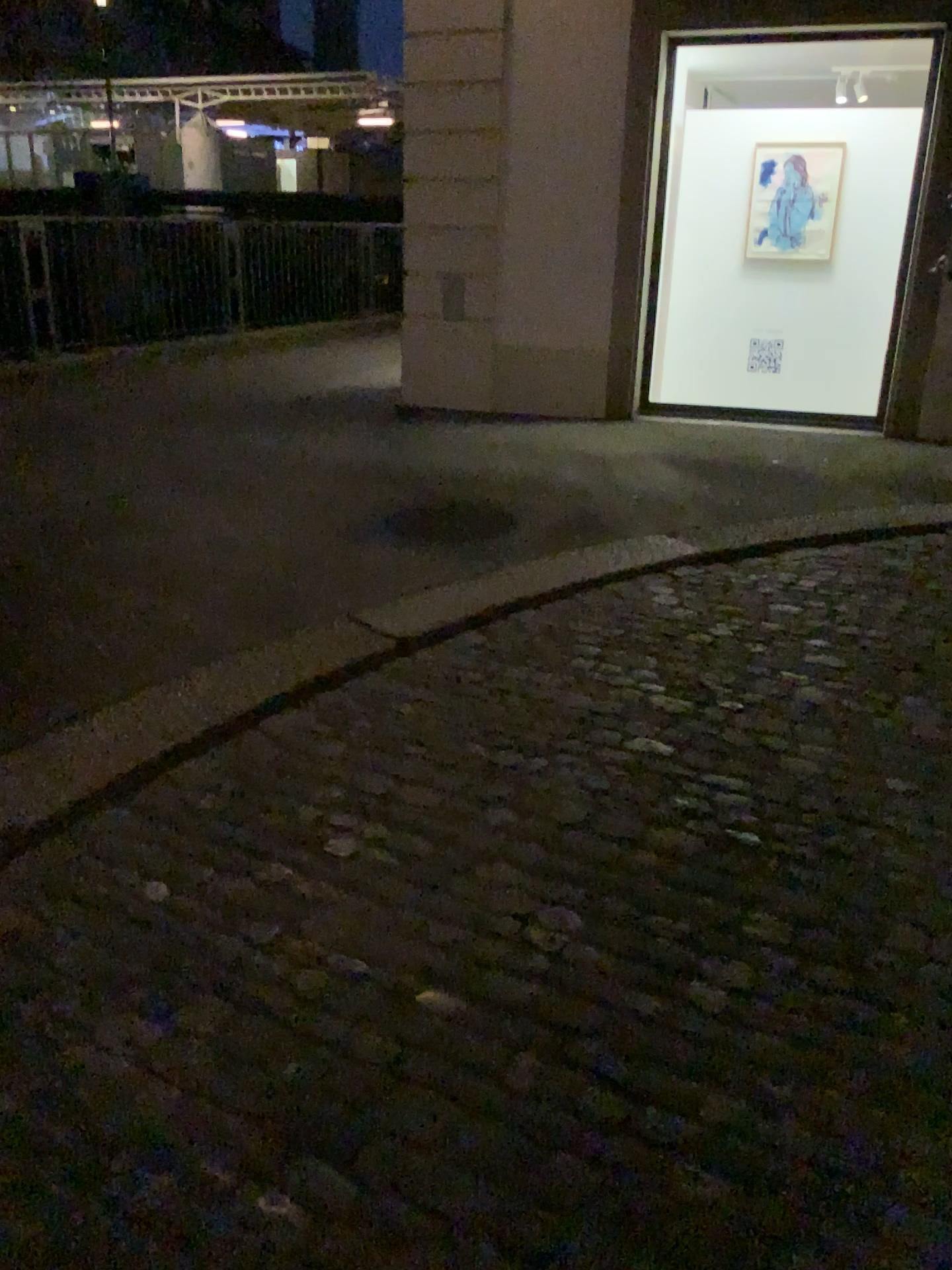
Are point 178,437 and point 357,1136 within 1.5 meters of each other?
no

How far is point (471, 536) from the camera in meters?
4.4 m

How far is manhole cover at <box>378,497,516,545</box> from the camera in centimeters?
443cm
